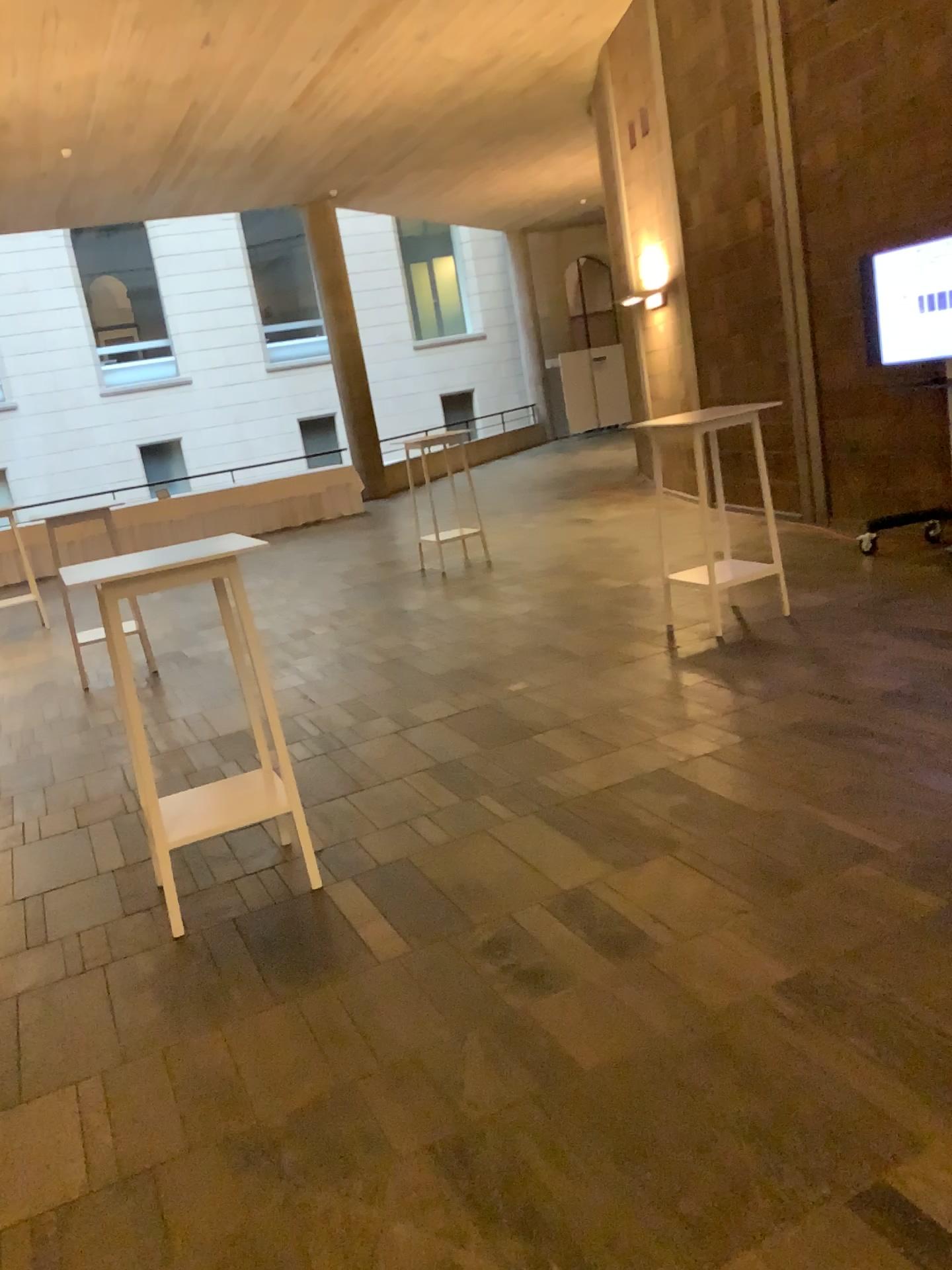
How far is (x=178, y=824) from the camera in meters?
3.5

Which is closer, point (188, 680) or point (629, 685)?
point (629, 685)

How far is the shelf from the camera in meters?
3.5 m
